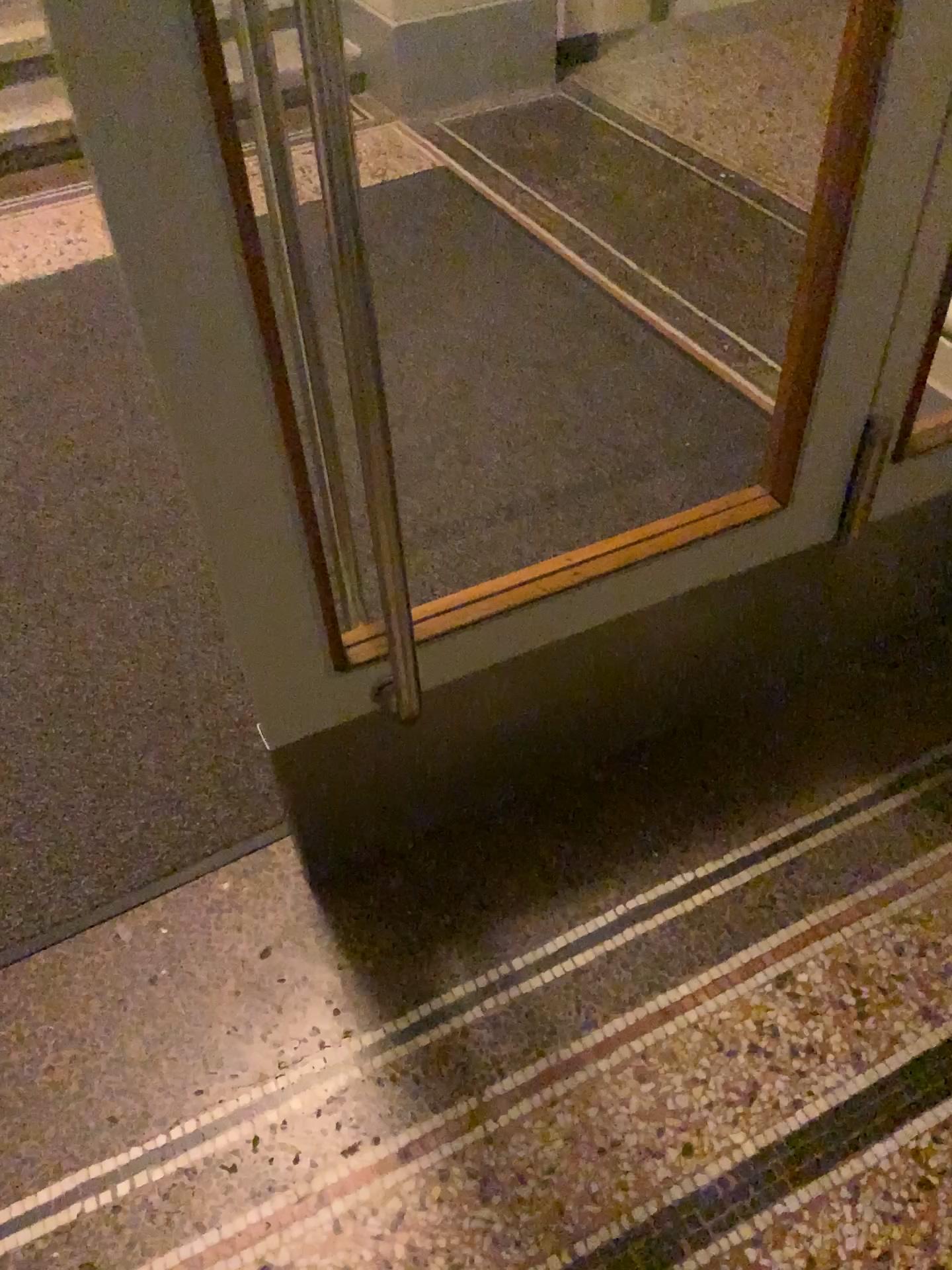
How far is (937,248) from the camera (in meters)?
1.18

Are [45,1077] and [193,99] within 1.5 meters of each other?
yes

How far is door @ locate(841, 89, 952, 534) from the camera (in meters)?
1.18
